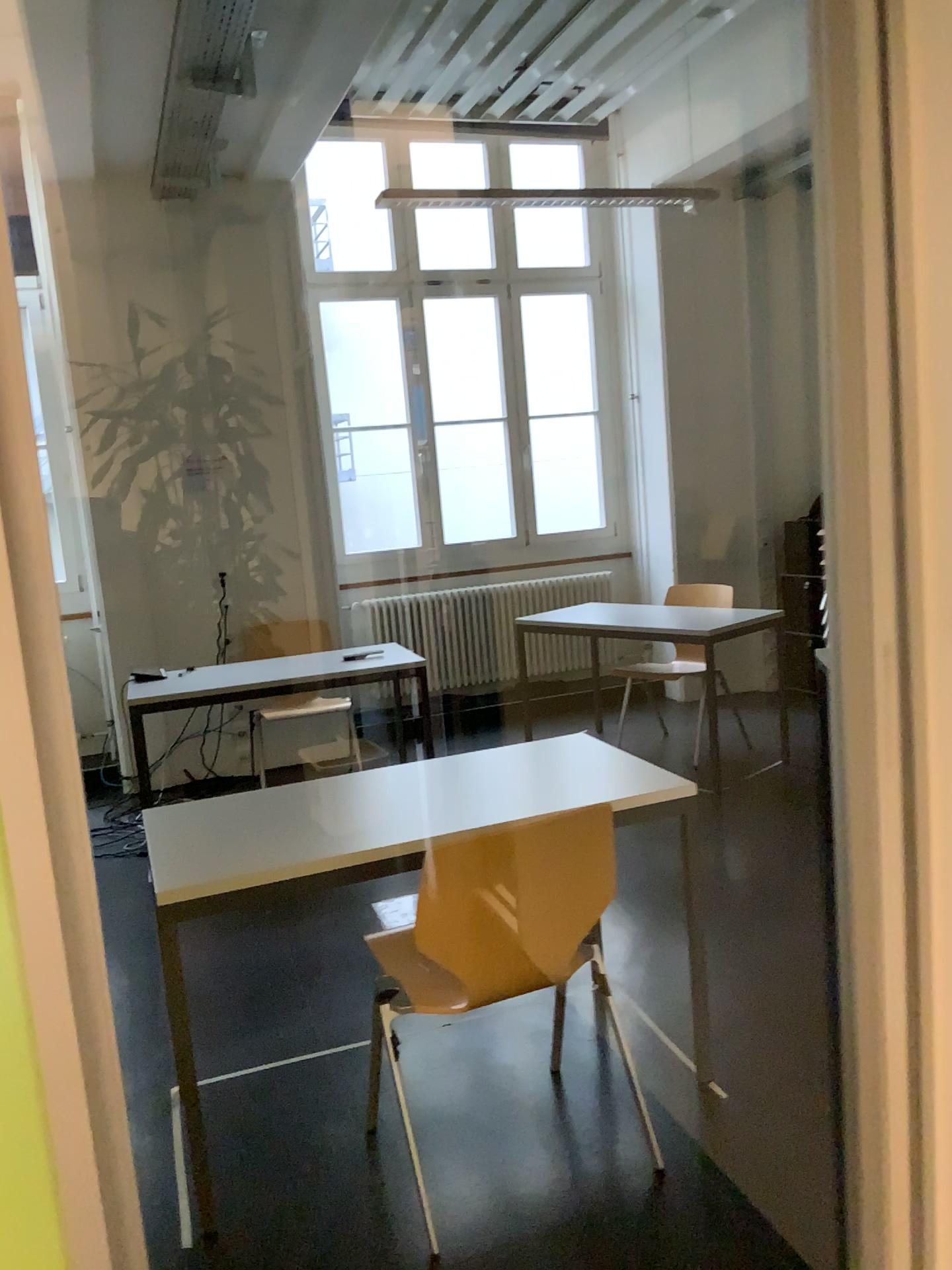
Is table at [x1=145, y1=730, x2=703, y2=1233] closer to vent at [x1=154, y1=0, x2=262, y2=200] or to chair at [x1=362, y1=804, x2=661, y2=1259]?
chair at [x1=362, y1=804, x2=661, y2=1259]

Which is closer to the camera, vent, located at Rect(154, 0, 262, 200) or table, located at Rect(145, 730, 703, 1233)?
table, located at Rect(145, 730, 703, 1233)

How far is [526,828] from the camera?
2.0 meters

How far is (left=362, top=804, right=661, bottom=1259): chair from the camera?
2.0 meters

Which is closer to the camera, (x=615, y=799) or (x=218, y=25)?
(x=615, y=799)

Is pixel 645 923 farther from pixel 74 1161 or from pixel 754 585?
pixel 74 1161

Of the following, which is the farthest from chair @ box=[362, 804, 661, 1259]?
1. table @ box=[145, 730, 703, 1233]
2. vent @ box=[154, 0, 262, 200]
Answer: vent @ box=[154, 0, 262, 200]

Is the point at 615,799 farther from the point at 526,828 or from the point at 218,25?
the point at 218,25

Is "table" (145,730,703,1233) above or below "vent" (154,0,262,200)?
below
